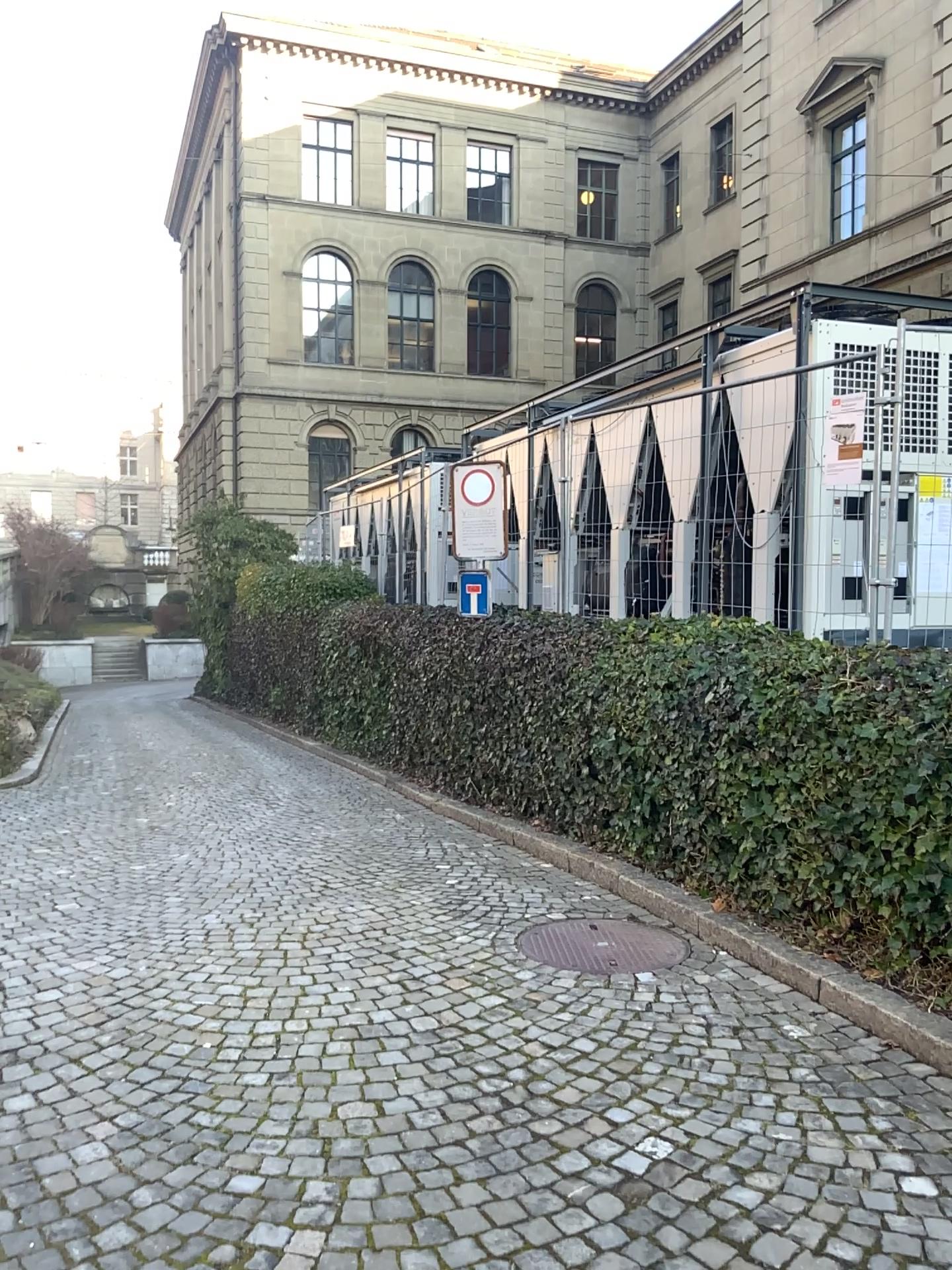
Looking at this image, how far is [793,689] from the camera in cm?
455
